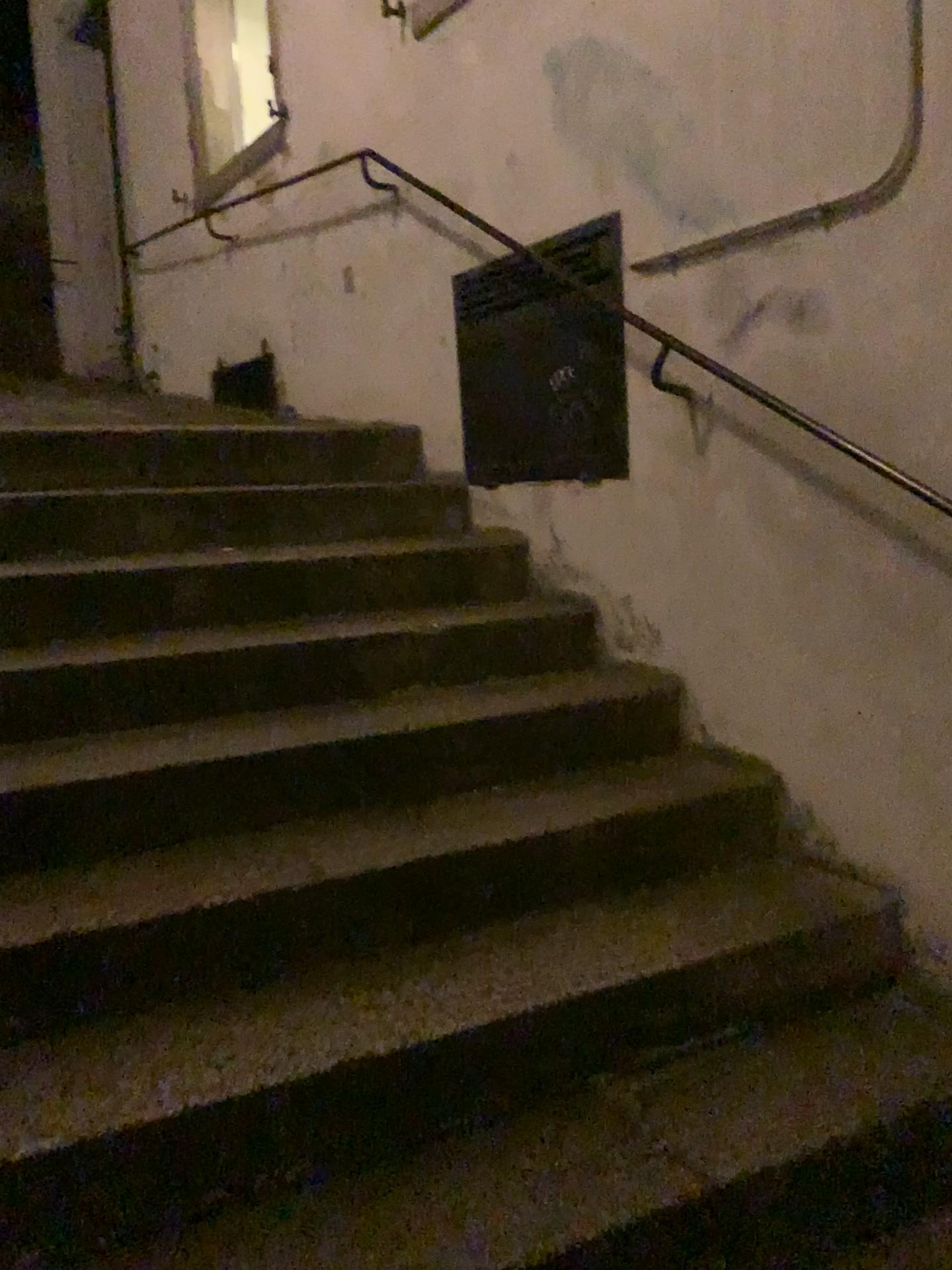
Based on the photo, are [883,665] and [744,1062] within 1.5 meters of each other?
yes

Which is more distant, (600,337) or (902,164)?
(600,337)

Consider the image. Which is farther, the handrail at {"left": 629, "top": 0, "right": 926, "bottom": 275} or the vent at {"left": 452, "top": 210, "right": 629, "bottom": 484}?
the vent at {"left": 452, "top": 210, "right": 629, "bottom": 484}
